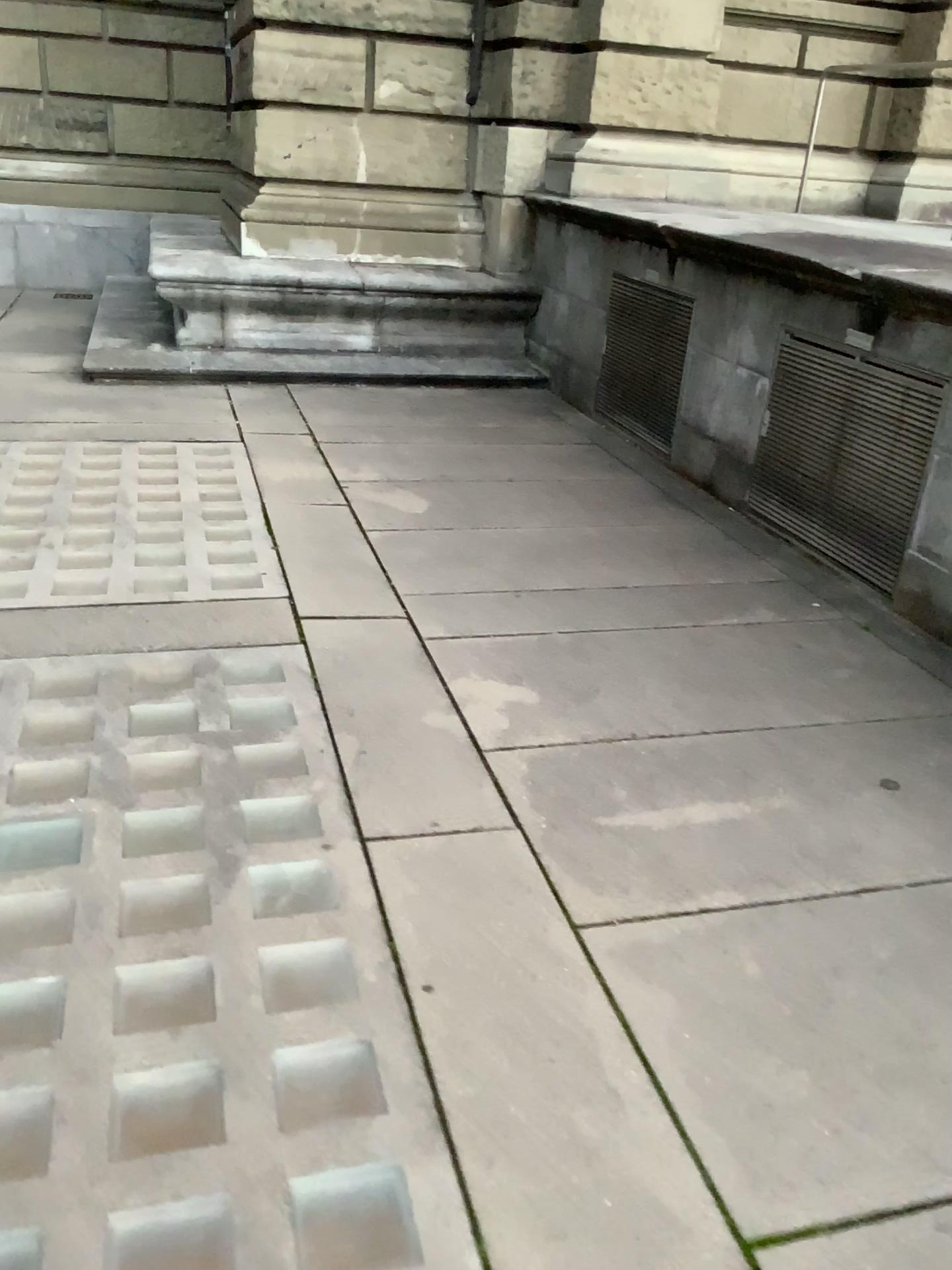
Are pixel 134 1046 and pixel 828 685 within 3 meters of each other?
yes
